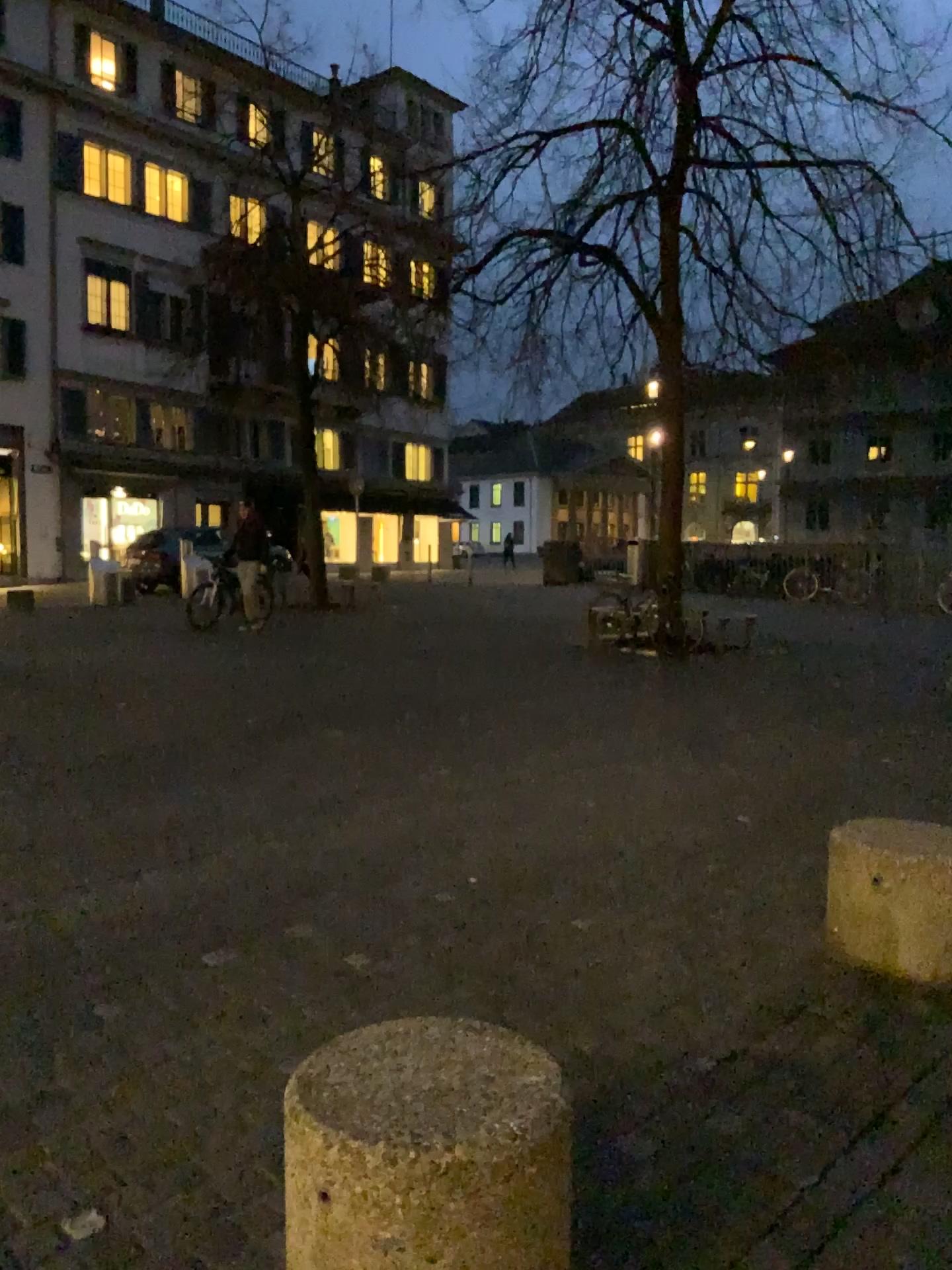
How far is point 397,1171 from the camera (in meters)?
1.63

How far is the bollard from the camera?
1.63m

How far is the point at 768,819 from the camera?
5.2m
